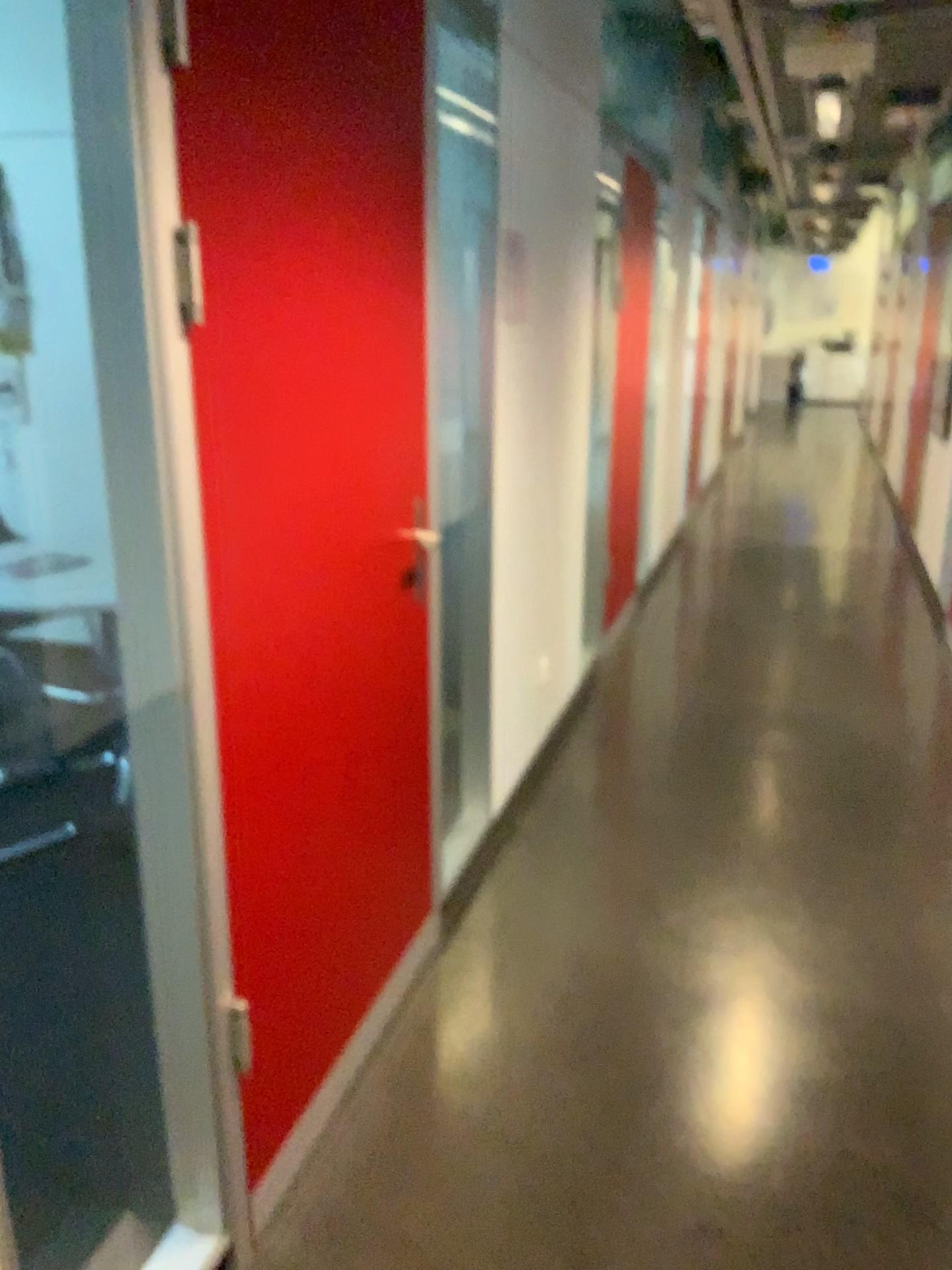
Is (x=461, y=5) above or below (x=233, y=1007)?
above

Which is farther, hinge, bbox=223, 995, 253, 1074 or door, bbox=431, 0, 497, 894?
door, bbox=431, 0, 497, 894

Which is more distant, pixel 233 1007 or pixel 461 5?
pixel 461 5

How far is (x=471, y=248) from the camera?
2.7 meters
